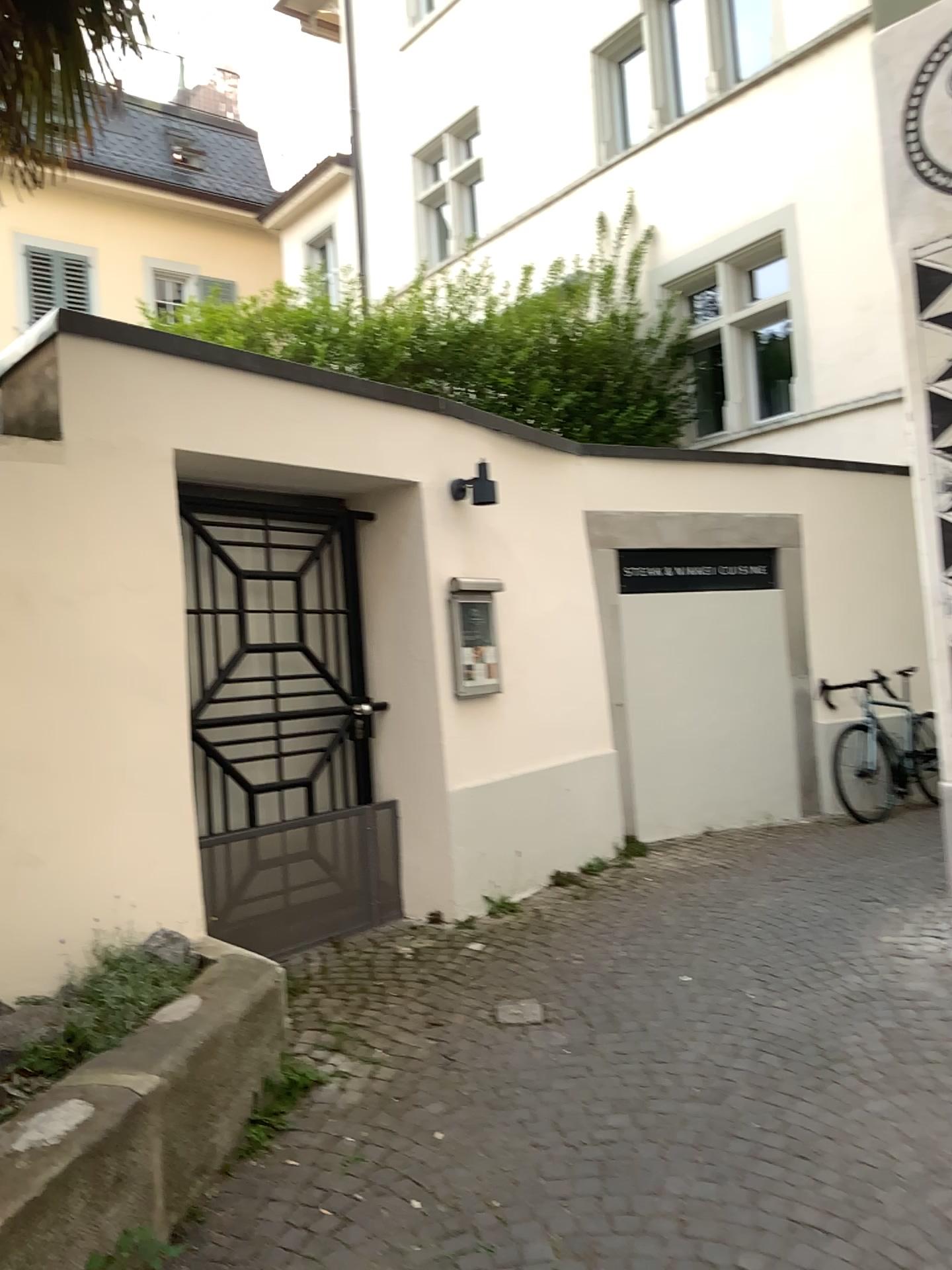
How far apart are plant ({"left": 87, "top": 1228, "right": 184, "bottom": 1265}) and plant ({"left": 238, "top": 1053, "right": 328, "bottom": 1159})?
0.56m

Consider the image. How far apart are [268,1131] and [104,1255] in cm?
81

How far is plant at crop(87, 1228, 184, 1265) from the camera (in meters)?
2.29

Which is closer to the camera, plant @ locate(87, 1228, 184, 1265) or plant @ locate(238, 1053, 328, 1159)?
plant @ locate(87, 1228, 184, 1265)

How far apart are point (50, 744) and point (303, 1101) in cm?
141

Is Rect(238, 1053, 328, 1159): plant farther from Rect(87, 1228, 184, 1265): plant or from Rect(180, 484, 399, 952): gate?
Rect(180, 484, 399, 952): gate

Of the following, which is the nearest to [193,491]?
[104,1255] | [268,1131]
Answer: [268,1131]

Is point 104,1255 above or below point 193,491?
below

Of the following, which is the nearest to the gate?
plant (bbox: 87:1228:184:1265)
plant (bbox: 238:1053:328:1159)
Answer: plant (bbox: 238:1053:328:1159)

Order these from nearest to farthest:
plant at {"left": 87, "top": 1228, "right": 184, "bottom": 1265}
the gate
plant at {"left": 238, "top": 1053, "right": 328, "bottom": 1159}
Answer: plant at {"left": 87, "top": 1228, "right": 184, "bottom": 1265}
plant at {"left": 238, "top": 1053, "right": 328, "bottom": 1159}
the gate
